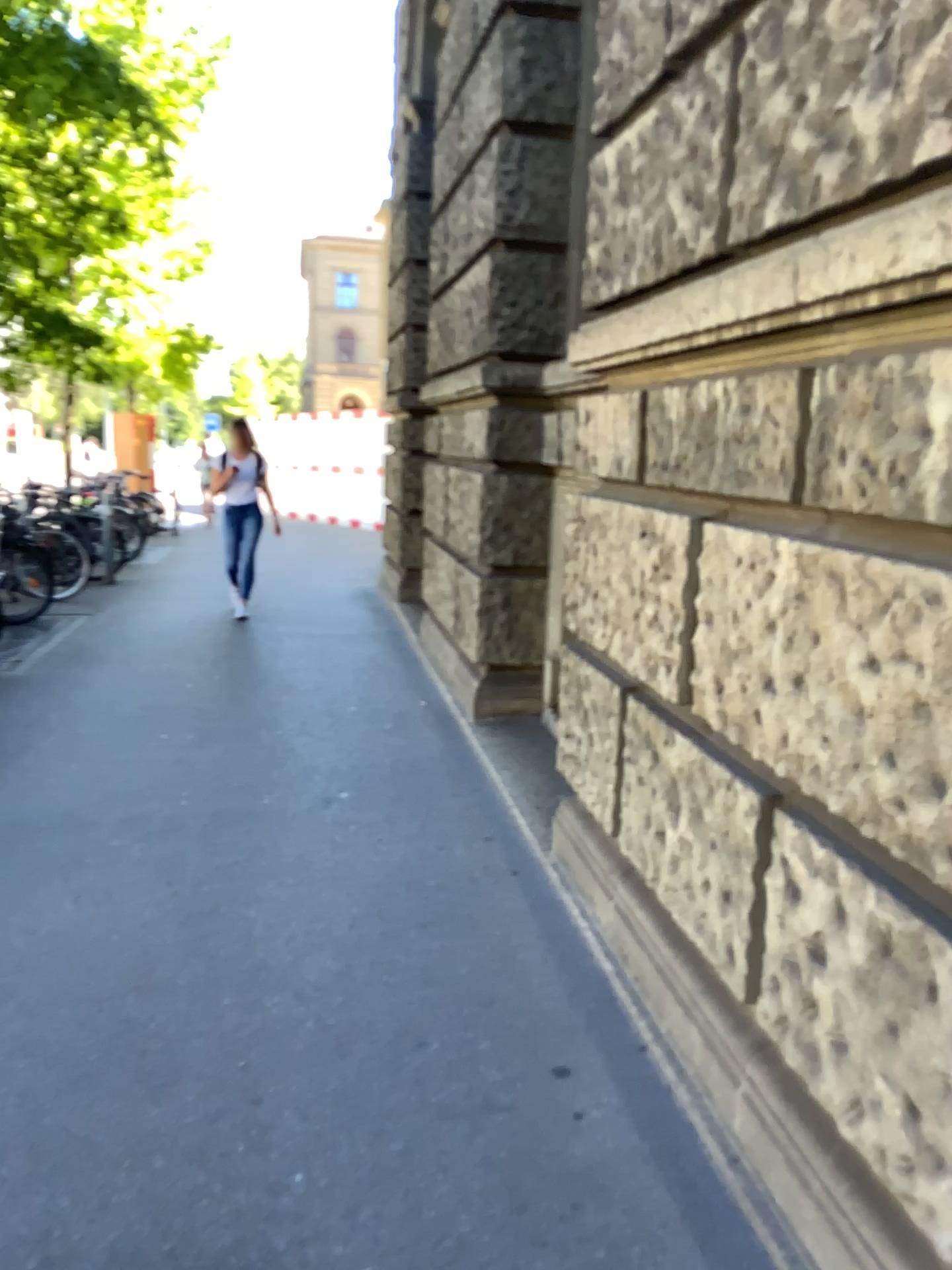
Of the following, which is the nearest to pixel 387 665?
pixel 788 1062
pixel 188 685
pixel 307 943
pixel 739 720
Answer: pixel 188 685
